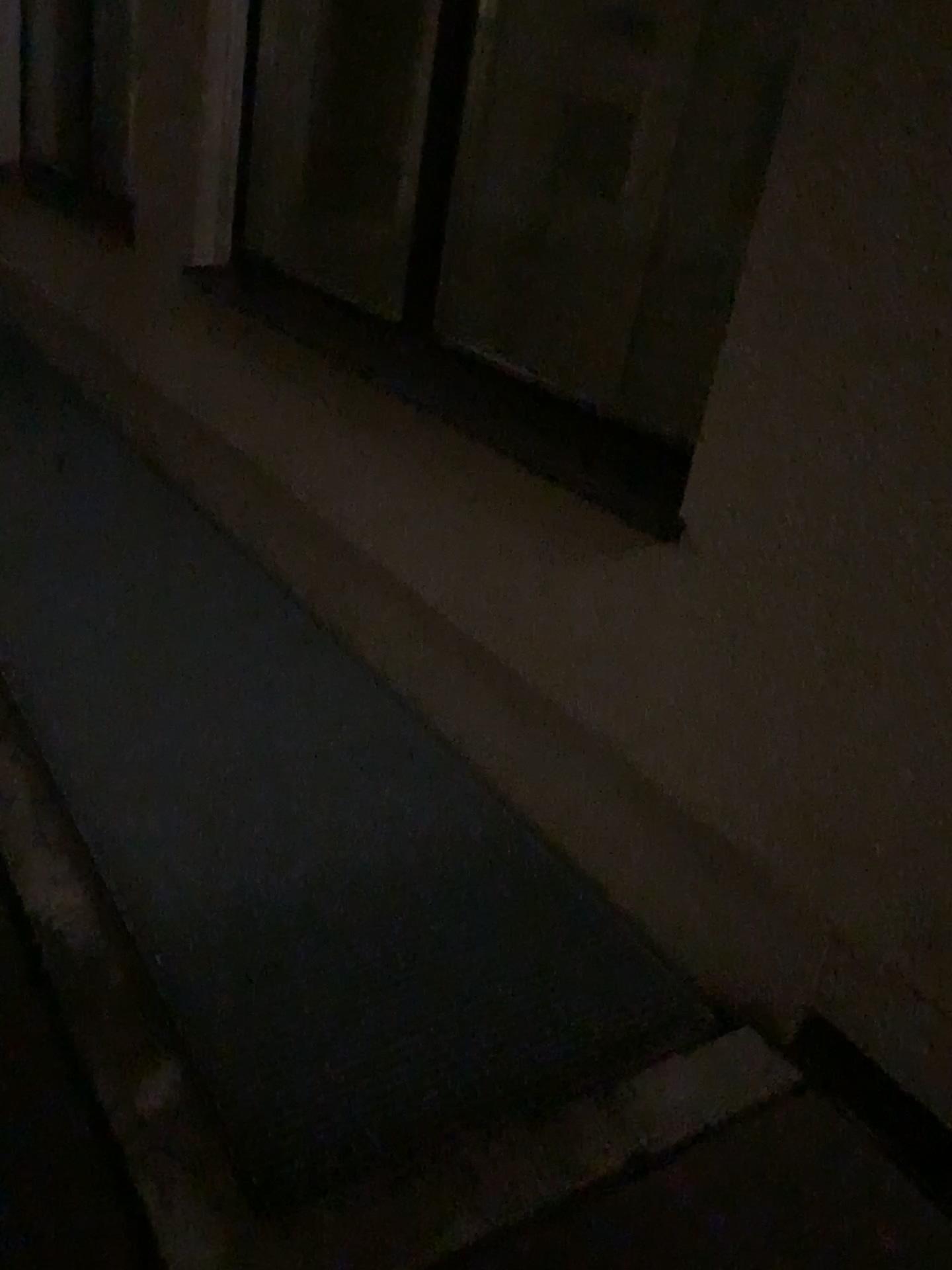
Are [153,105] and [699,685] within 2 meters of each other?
no
